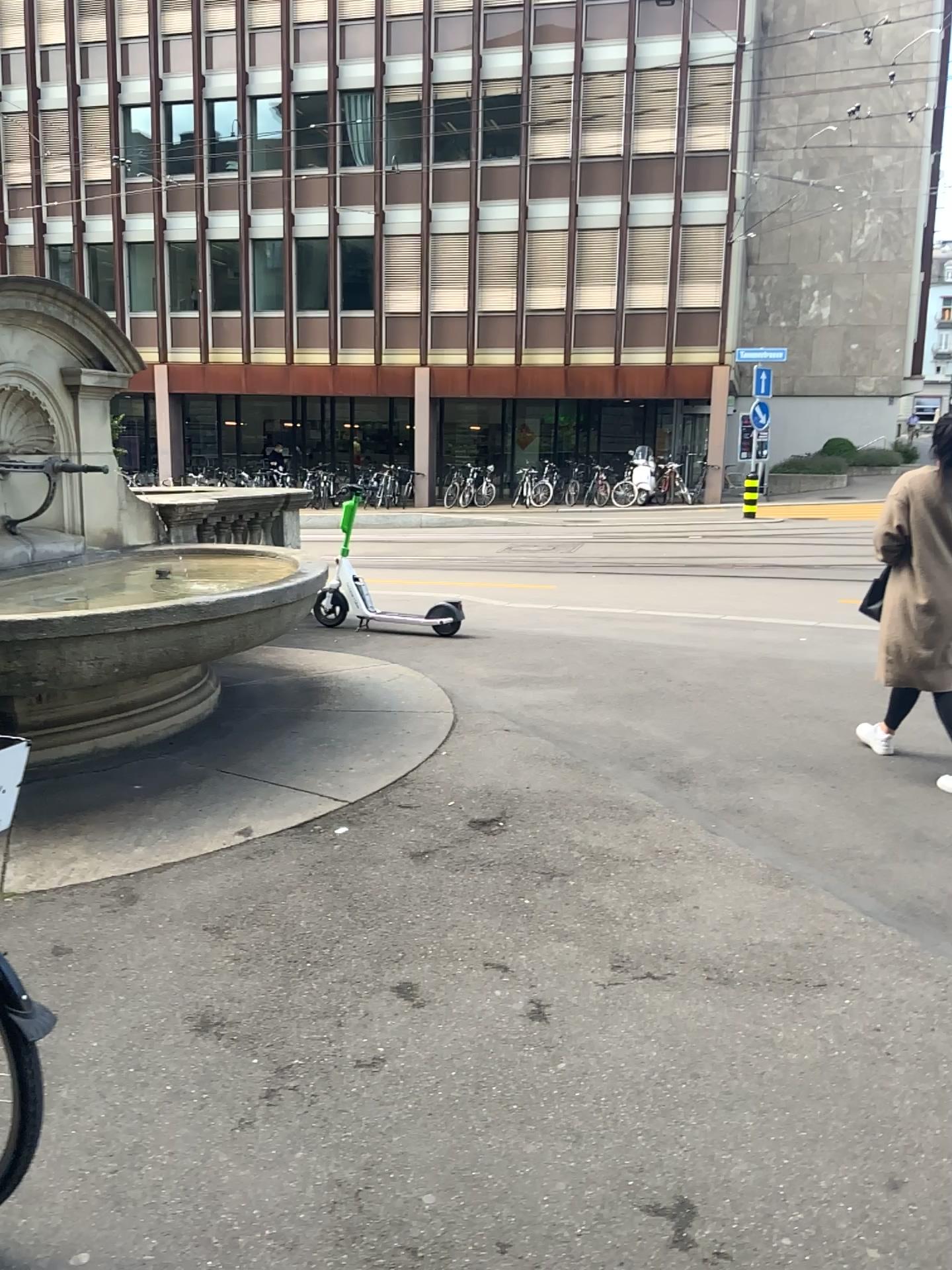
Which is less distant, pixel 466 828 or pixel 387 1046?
pixel 387 1046
